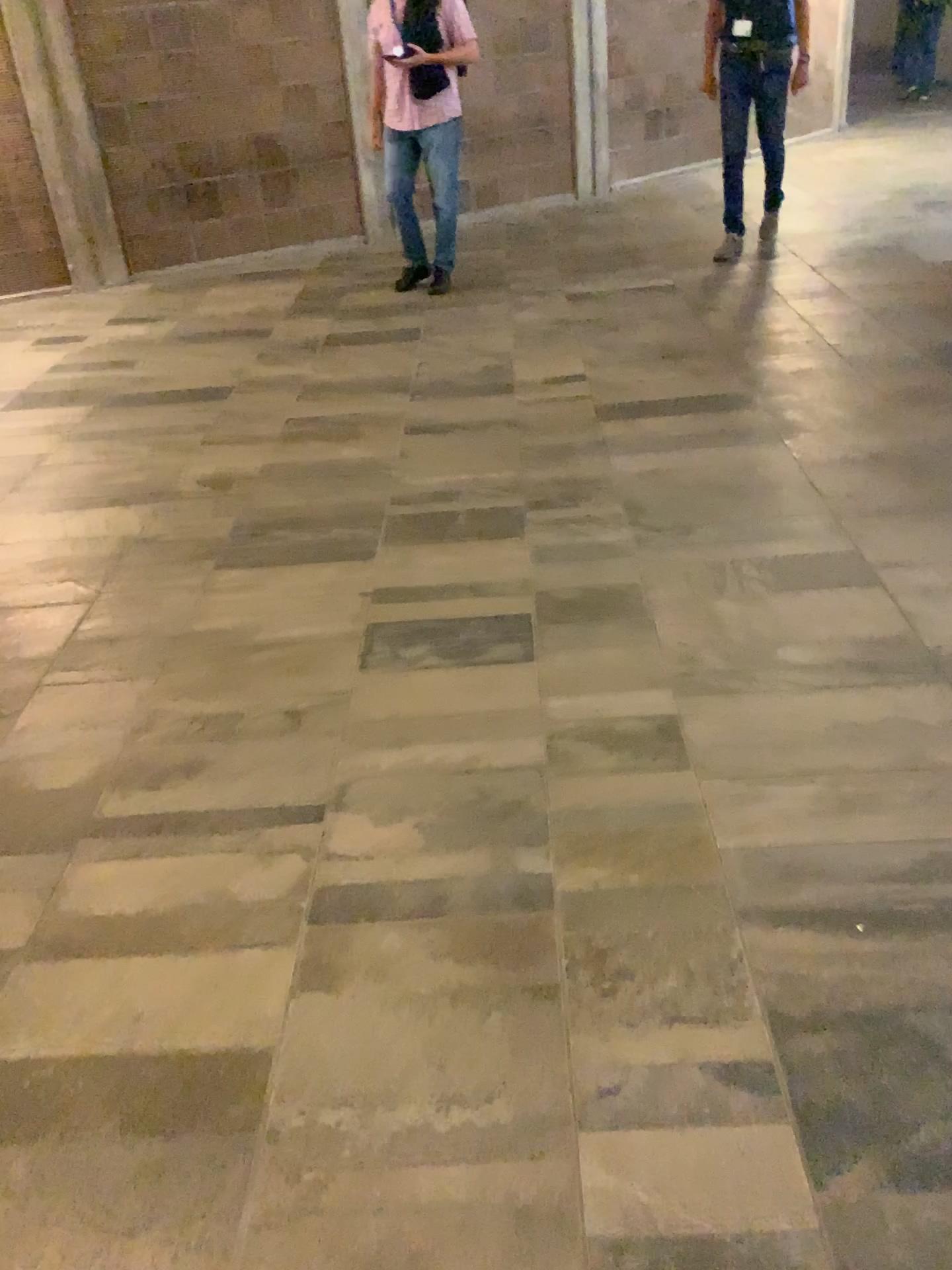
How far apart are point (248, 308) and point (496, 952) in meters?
5.1
